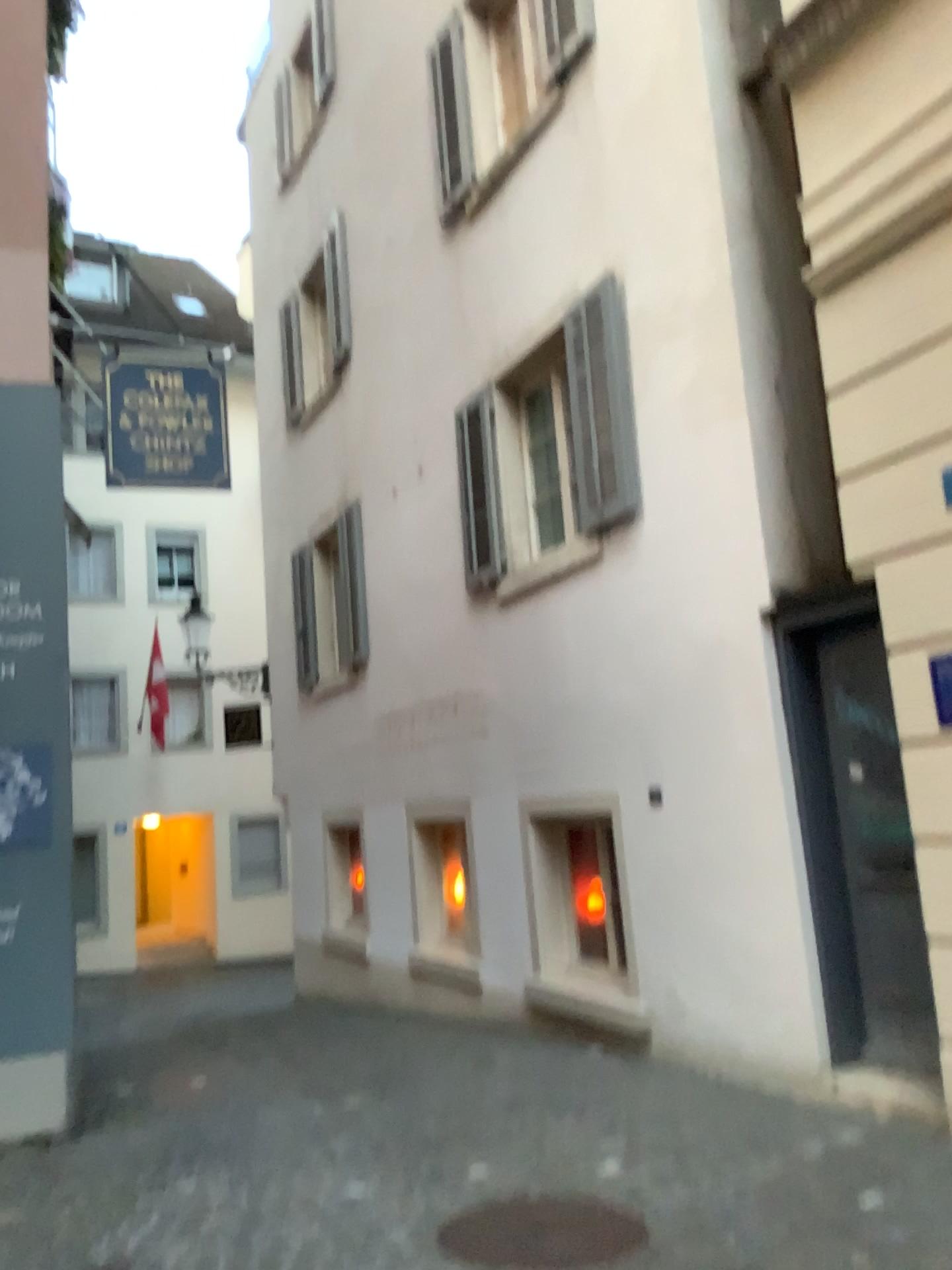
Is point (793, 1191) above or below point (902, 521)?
below
